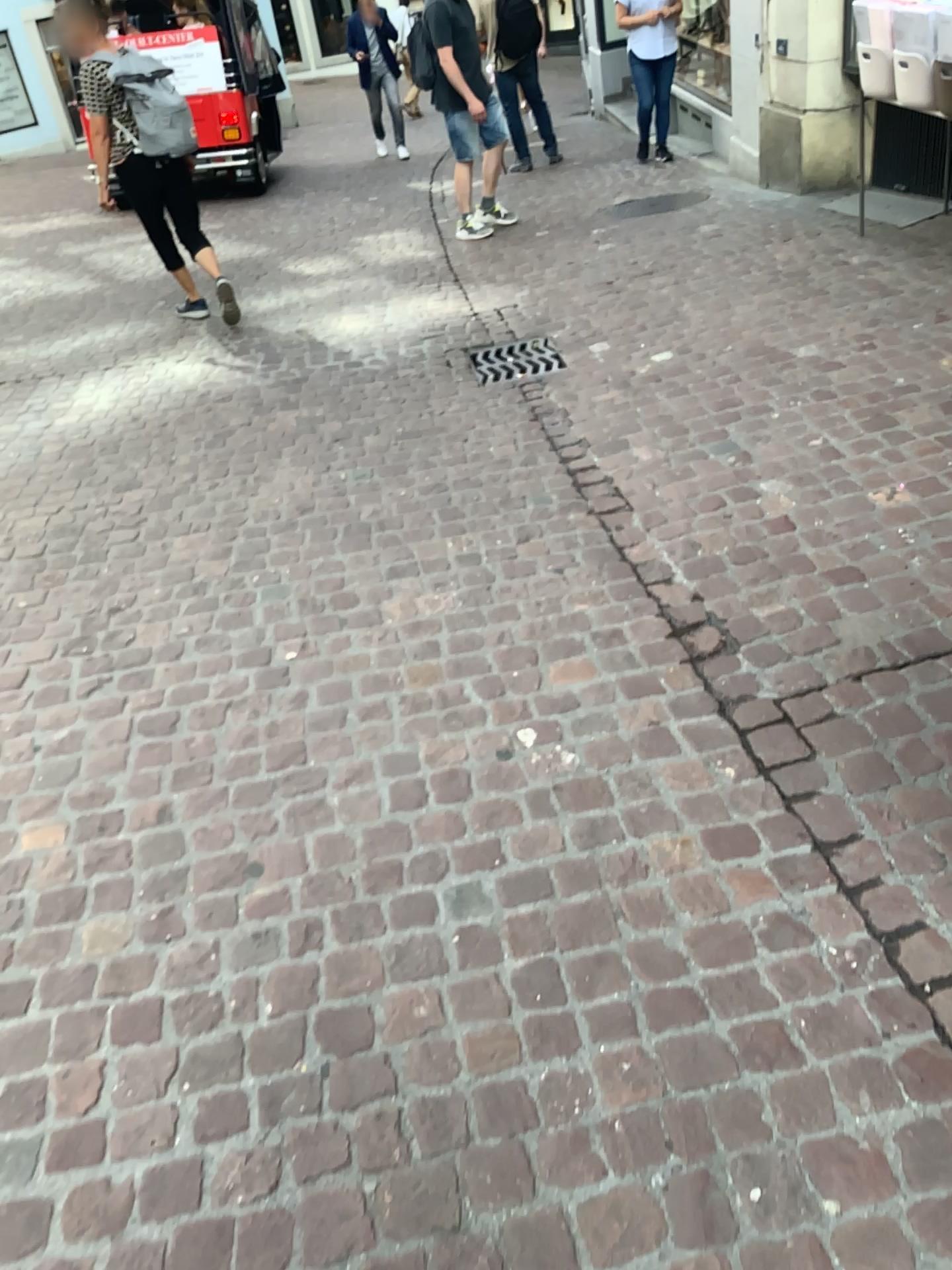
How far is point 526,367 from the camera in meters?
4.3

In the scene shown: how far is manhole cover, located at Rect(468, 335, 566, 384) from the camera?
4.3m

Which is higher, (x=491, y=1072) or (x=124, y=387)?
(x=124, y=387)
